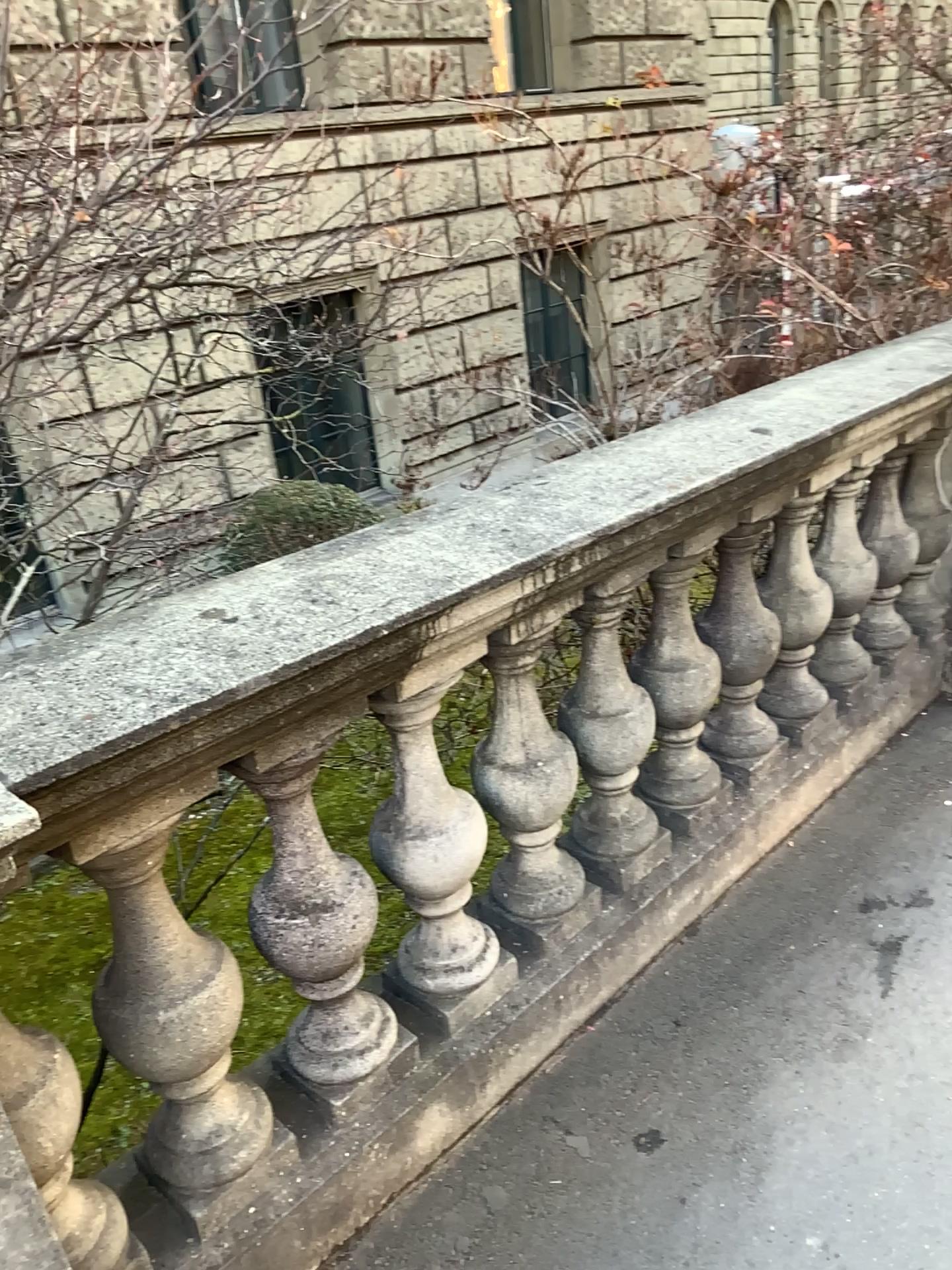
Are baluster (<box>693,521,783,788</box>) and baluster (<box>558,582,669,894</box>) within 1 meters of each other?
yes

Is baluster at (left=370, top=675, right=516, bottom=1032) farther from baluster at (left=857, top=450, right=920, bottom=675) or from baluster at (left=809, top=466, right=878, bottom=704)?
baluster at (left=857, top=450, right=920, bottom=675)

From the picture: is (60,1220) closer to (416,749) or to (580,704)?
(416,749)

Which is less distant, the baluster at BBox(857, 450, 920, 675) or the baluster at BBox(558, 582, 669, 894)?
the baluster at BBox(558, 582, 669, 894)

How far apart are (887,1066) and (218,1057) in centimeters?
123cm

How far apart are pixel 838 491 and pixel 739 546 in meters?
0.5

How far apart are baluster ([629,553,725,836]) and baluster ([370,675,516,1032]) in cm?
54

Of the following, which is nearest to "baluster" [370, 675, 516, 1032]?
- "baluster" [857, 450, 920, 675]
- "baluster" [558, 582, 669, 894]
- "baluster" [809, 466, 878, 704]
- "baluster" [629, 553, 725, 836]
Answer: "baluster" [558, 582, 669, 894]

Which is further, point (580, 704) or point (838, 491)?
point (838, 491)

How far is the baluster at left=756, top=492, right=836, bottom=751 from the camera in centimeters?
254cm
